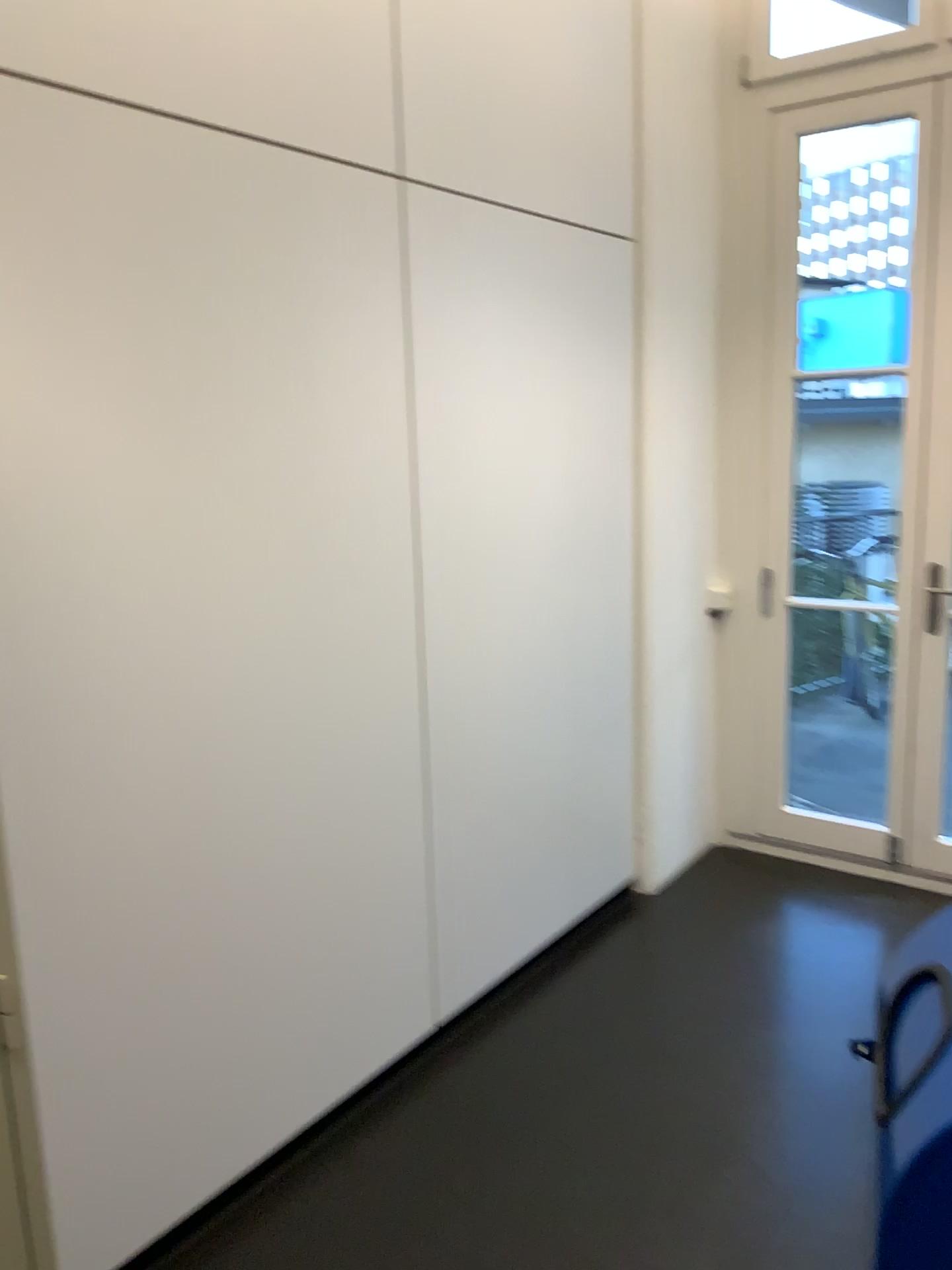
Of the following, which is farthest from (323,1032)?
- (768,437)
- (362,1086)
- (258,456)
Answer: (768,437)
